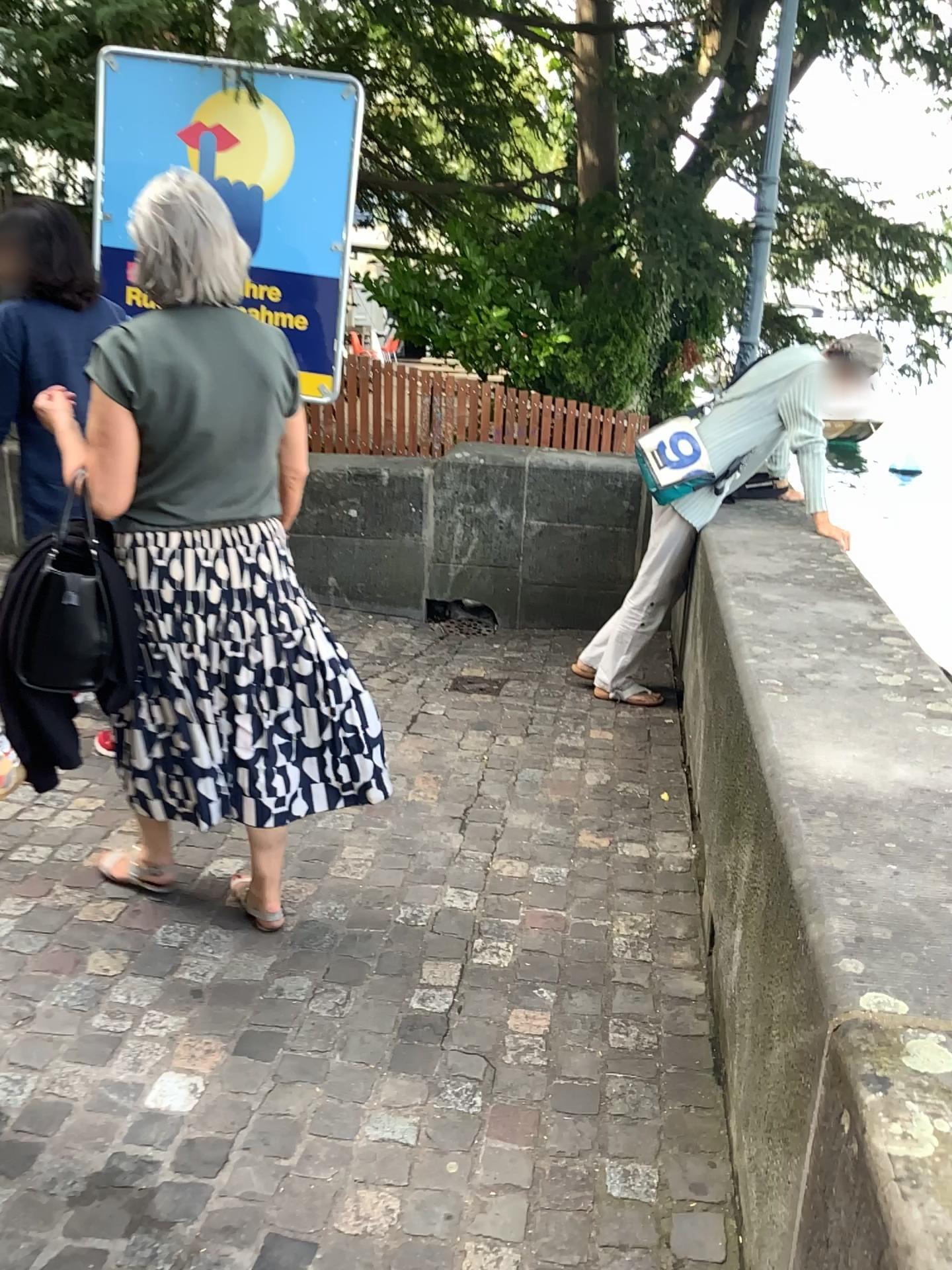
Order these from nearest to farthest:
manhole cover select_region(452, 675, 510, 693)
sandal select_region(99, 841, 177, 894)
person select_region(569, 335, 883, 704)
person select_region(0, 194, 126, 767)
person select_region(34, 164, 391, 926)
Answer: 1. person select_region(34, 164, 391, 926)
2. sandal select_region(99, 841, 177, 894)
3. person select_region(0, 194, 126, 767)
4. person select_region(569, 335, 883, 704)
5. manhole cover select_region(452, 675, 510, 693)

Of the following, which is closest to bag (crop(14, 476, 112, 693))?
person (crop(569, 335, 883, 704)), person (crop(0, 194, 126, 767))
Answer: person (crop(0, 194, 126, 767))

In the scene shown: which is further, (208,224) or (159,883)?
(159,883)

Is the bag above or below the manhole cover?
above

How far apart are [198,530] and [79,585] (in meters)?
0.26

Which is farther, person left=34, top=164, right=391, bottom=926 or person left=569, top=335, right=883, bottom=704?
person left=569, top=335, right=883, bottom=704

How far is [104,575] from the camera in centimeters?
213cm

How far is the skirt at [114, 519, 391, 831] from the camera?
2.18m

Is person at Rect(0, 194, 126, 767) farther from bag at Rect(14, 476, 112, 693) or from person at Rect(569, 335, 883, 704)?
person at Rect(569, 335, 883, 704)

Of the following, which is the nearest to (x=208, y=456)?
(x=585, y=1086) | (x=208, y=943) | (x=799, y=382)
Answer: (x=208, y=943)
